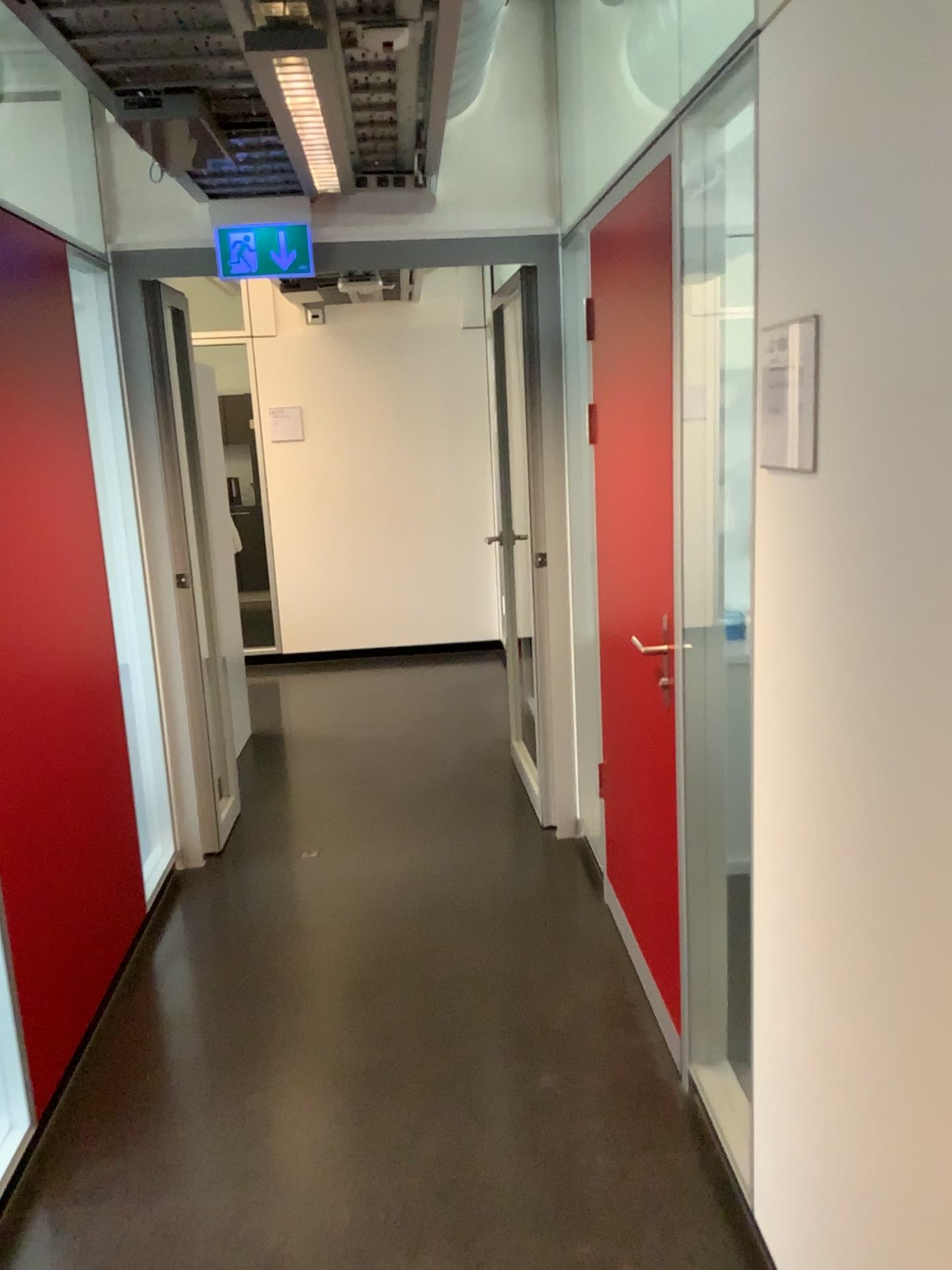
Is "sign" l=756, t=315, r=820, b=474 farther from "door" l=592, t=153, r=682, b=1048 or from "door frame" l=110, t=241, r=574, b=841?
"door frame" l=110, t=241, r=574, b=841

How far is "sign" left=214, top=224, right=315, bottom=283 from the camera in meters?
3.4 m

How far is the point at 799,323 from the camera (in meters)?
1.48

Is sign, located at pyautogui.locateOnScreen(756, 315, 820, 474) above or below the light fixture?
below

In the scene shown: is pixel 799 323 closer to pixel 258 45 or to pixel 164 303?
pixel 258 45

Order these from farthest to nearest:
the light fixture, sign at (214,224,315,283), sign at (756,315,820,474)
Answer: sign at (214,224,315,283), the light fixture, sign at (756,315,820,474)

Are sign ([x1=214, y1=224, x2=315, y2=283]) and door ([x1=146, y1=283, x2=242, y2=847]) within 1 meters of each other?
yes

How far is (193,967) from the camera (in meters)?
3.17

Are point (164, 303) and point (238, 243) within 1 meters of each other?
yes

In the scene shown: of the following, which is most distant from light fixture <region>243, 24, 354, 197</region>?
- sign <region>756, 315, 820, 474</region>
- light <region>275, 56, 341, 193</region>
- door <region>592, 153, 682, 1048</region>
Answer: sign <region>756, 315, 820, 474</region>
